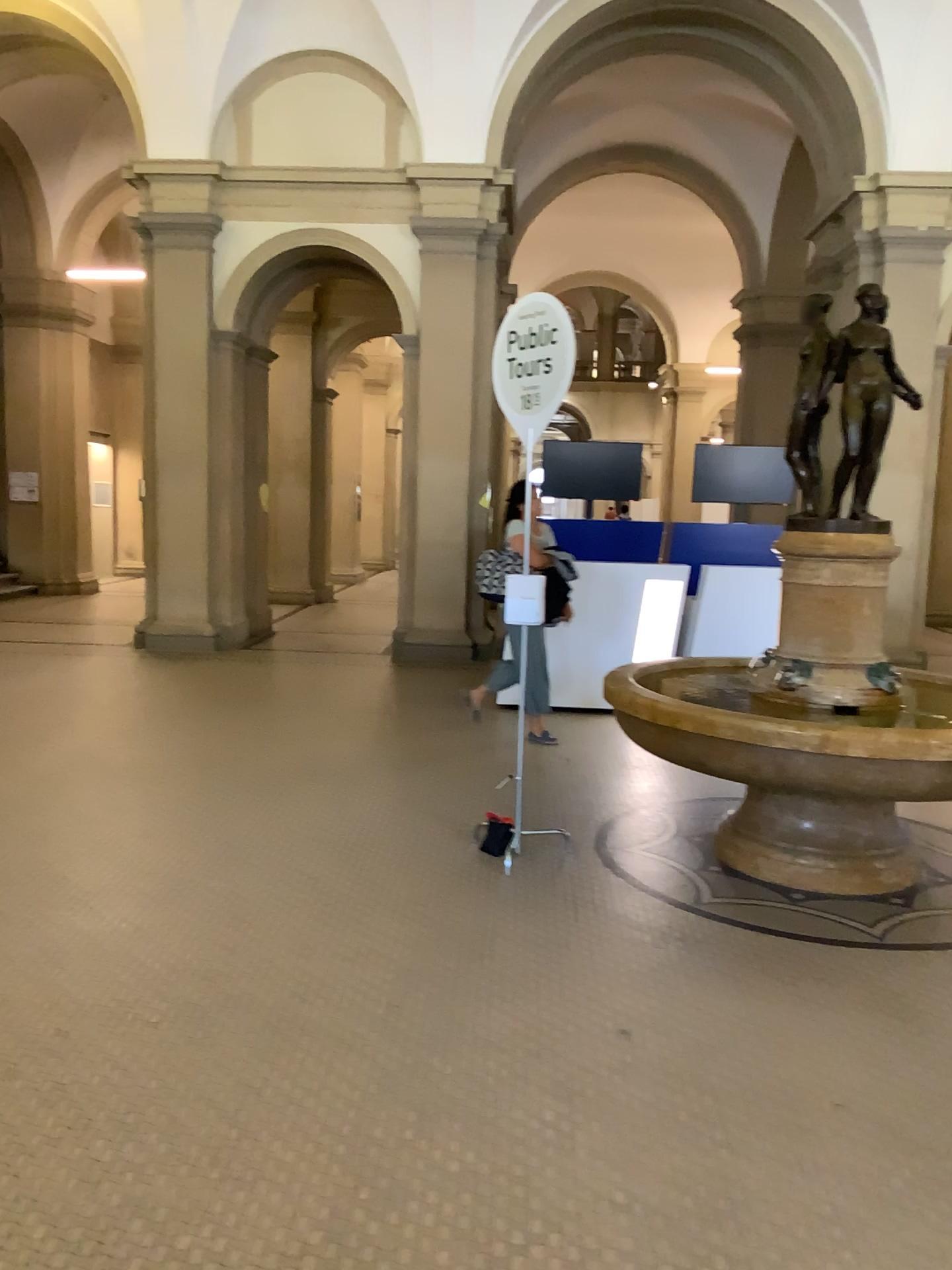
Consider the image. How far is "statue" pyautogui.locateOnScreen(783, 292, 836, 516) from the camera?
4.59m

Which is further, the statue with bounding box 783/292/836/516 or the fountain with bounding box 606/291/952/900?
the statue with bounding box 783/292/836/516

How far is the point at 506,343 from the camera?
4.72m

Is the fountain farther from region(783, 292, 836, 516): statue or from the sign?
the sign

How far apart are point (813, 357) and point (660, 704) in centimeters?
167cm

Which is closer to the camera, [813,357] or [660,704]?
[660,704]

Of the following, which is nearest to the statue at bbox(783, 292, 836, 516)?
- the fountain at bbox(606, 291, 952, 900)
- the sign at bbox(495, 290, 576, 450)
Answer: the fountain at bbox(606, 291, 952, 900)

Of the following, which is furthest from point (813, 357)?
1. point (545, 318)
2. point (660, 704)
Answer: point (660, 704)
